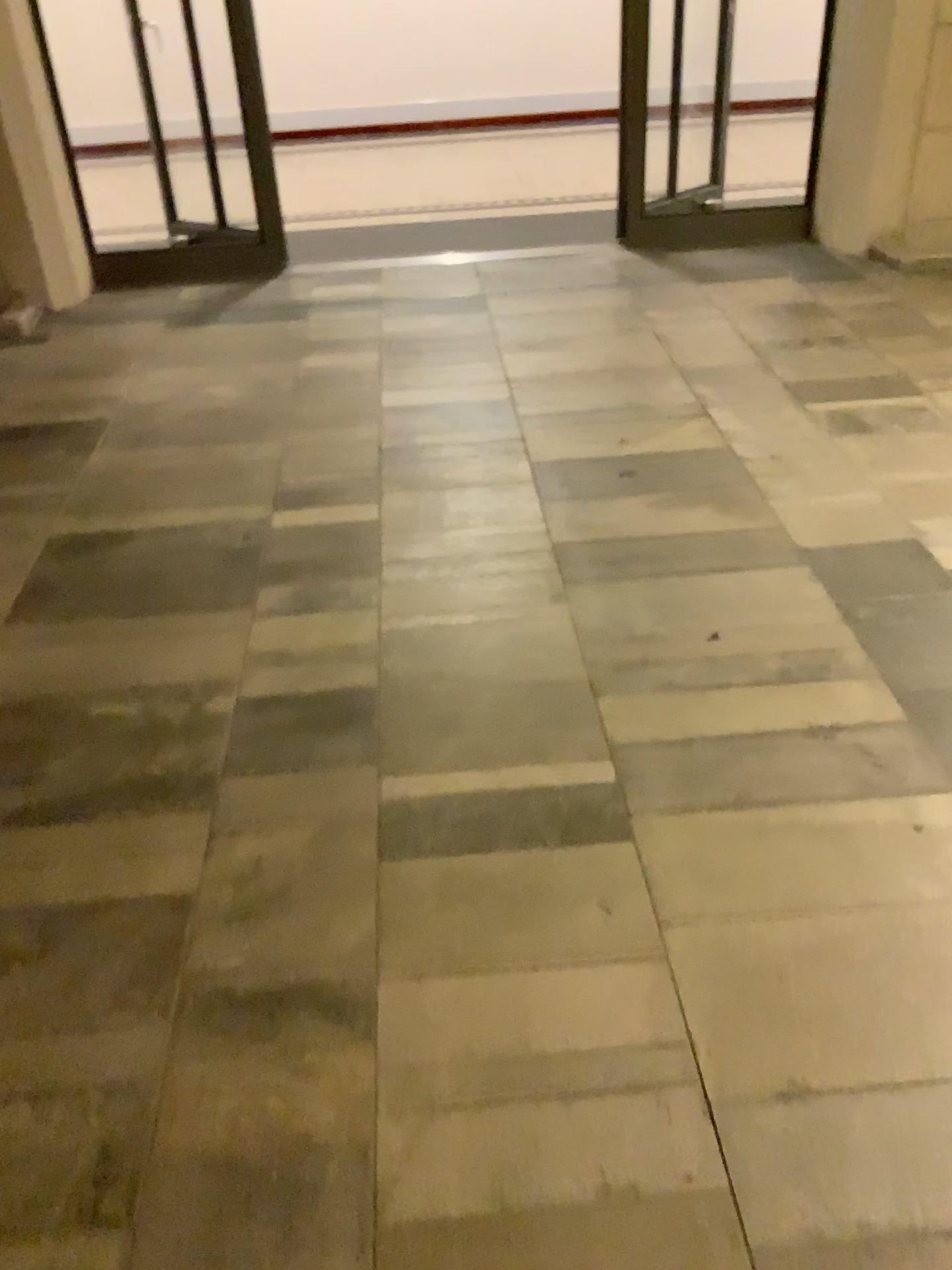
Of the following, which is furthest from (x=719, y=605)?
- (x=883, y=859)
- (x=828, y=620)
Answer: (x=883, y=859)
